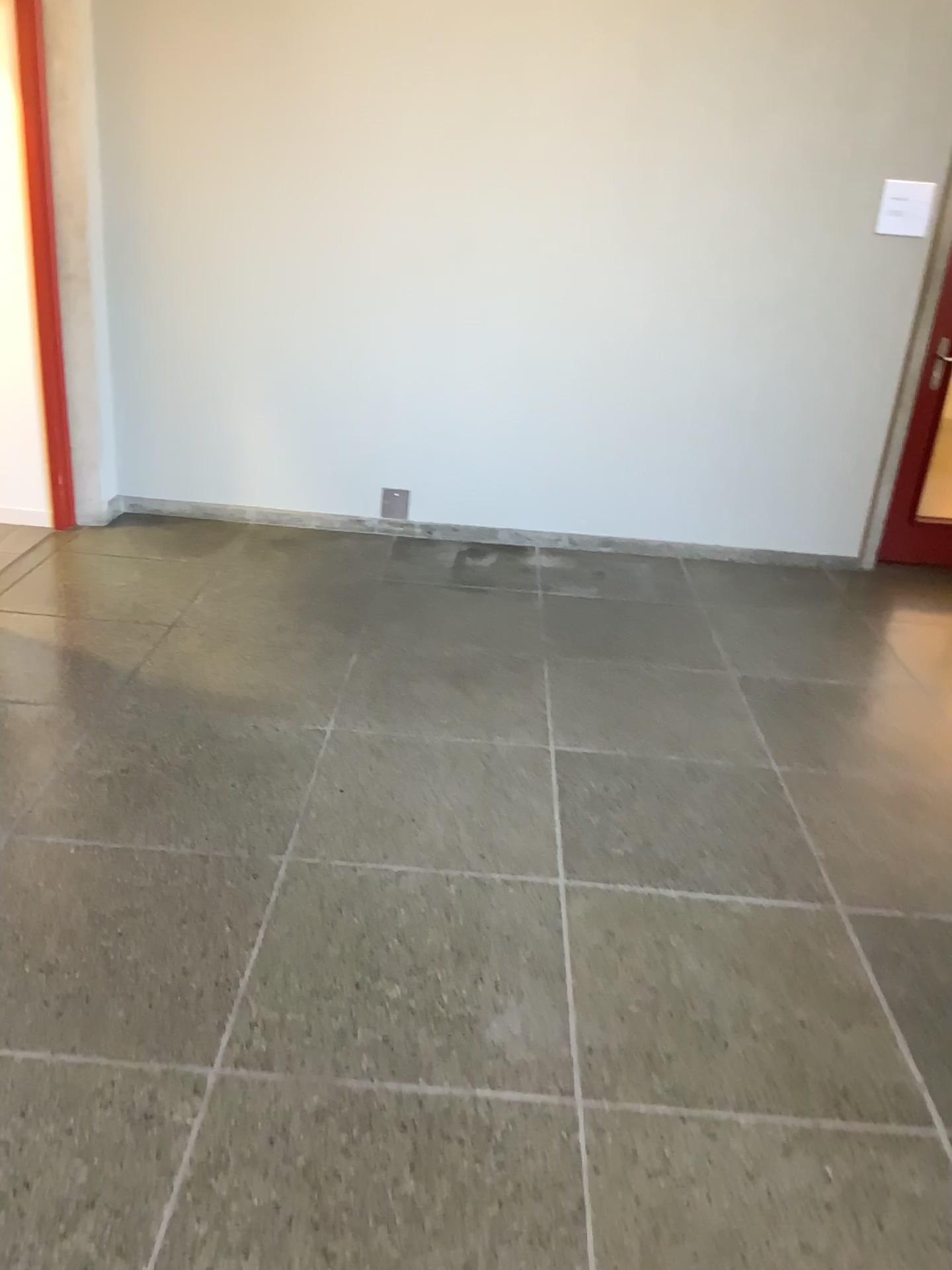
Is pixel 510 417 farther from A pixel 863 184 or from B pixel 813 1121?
B pixel 813 1121

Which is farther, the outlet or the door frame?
the outlet

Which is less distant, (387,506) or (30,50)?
(30,50)

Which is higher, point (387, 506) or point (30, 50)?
point (30, 50)
